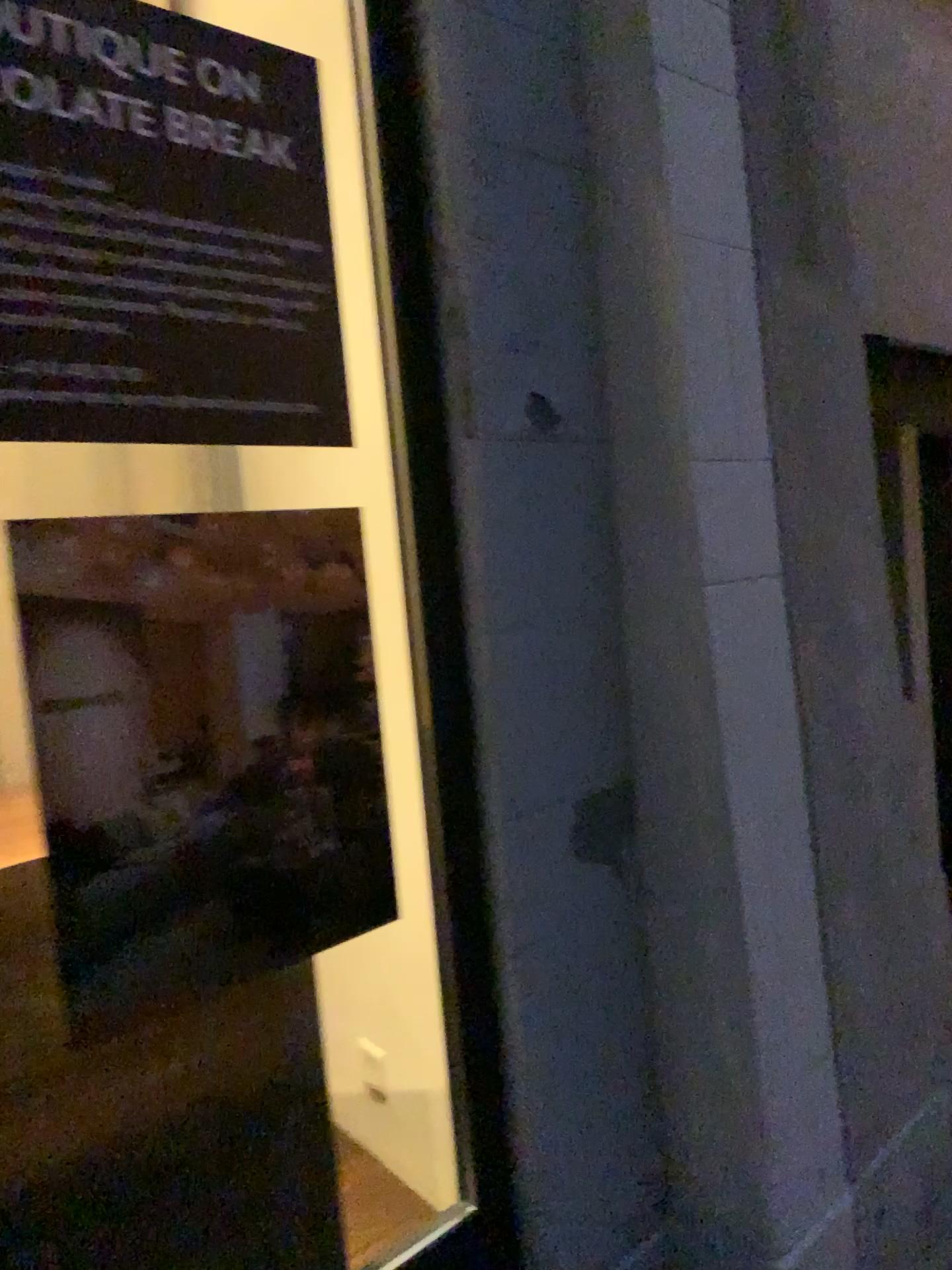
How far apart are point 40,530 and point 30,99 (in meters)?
0.48

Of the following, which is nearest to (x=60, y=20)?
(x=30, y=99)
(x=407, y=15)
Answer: (x=30, y=99)

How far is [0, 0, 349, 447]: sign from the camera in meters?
1.2 m

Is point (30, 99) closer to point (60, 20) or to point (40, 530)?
point (60, 20)

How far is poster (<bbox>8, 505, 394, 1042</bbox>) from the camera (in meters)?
1.20

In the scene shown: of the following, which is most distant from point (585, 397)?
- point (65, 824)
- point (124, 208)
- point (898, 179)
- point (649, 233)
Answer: point (898, 179)

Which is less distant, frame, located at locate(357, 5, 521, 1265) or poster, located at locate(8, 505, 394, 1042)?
poster, located at locate(8, 505, 394, 1042)

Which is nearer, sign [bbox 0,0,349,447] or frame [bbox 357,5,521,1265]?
sign [bbox 0,0,349,447]

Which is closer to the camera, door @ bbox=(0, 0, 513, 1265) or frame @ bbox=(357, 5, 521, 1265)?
door @ bbox=(0, 0, 513, 1265)
